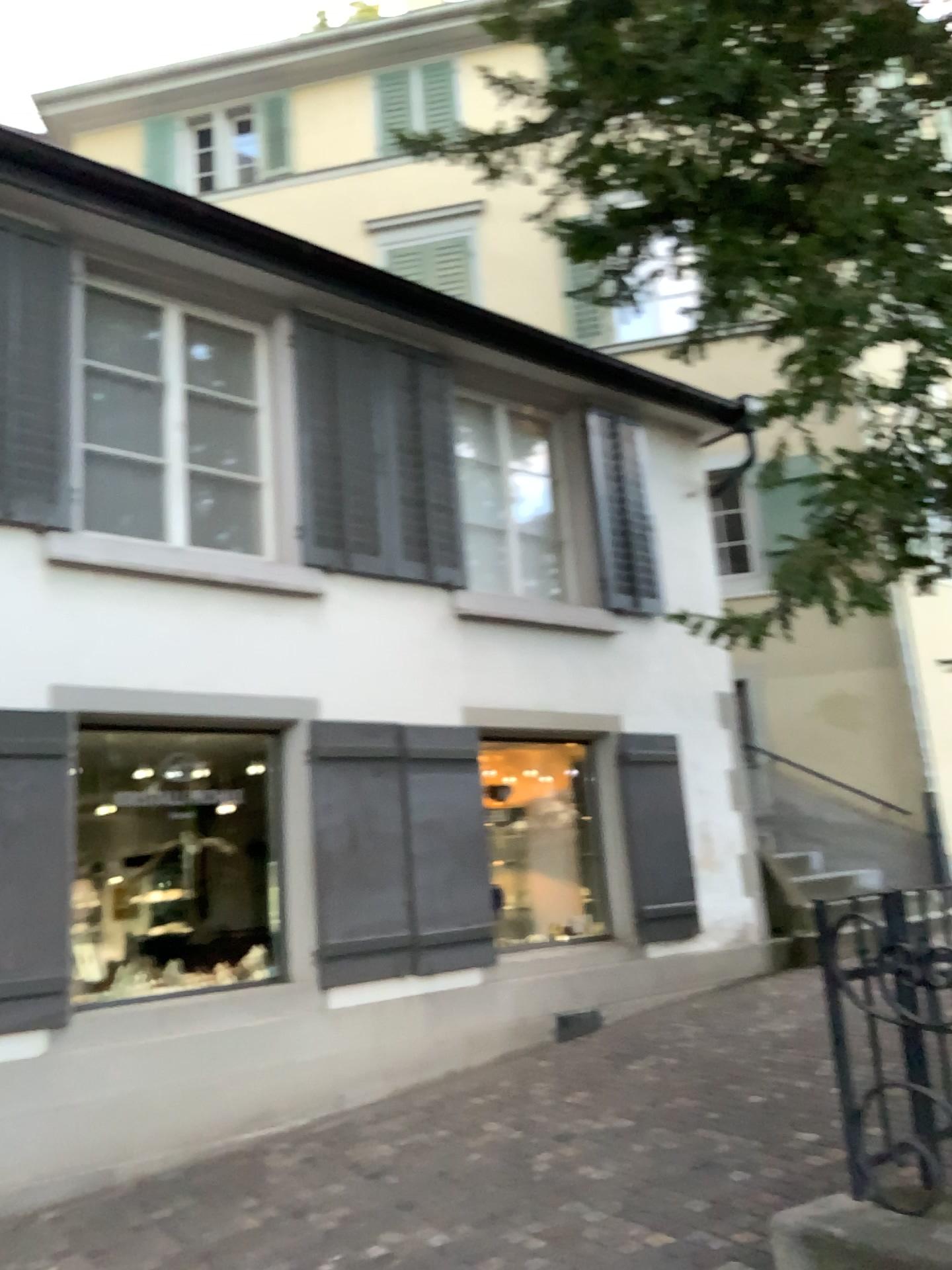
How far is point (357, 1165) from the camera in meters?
4.7 m
